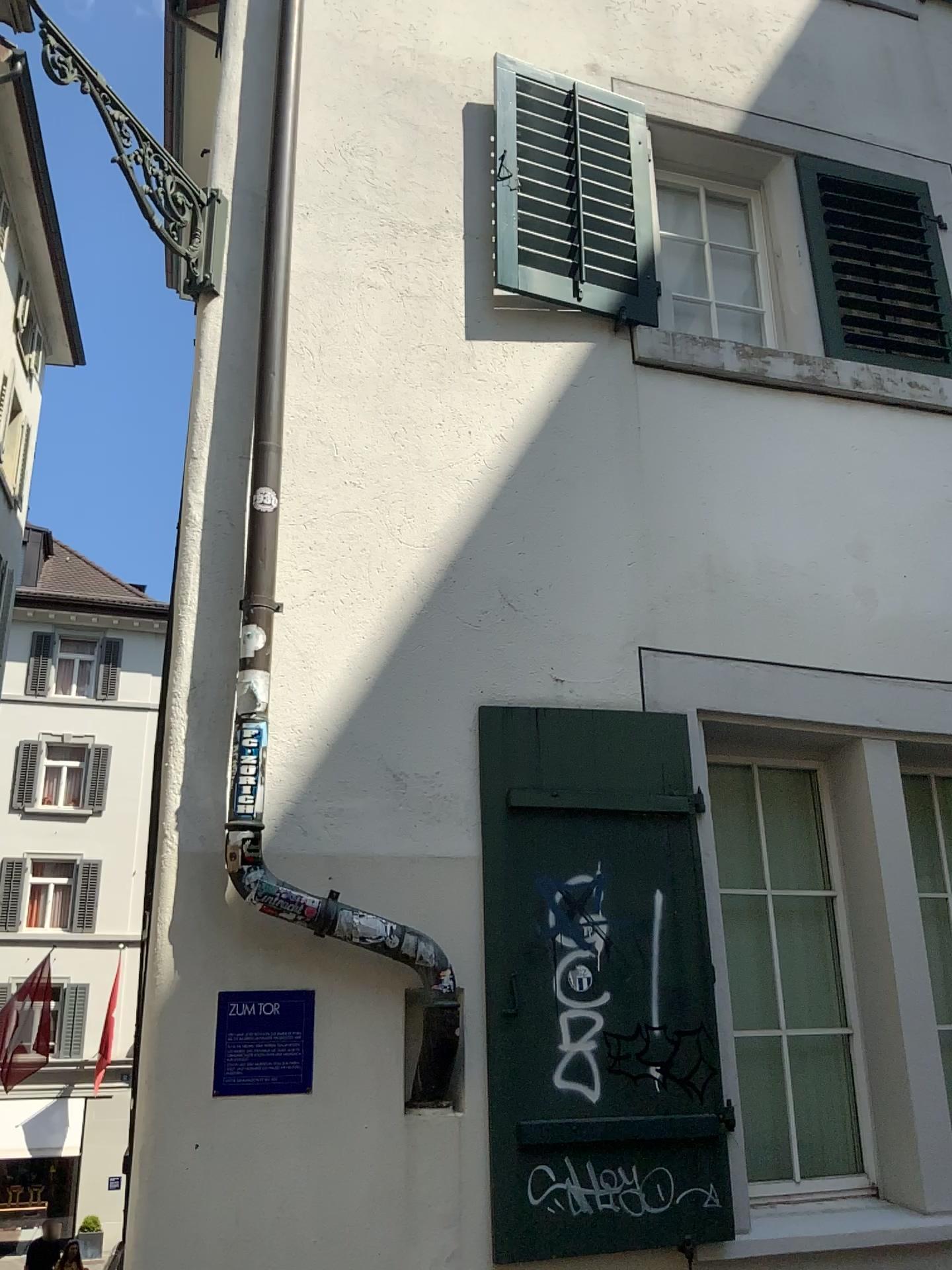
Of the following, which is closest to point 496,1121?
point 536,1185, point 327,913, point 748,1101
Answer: point 536,1185

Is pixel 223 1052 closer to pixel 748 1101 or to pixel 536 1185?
pixel 536 1185

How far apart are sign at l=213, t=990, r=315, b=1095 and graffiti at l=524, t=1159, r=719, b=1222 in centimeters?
74cm

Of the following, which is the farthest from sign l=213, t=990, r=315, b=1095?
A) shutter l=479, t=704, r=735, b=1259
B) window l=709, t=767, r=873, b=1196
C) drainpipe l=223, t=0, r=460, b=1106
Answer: window l=709, t=767, r=873, b=1196

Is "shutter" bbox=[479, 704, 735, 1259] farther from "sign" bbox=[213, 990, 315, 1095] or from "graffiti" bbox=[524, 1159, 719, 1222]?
"sign" bbox=[213, 990, 315, 1095]

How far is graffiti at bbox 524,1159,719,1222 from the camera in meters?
3.1

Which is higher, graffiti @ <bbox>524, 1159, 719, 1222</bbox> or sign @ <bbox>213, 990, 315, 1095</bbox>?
sign @ <bbox>213, 990, 315, 1095</bbox>

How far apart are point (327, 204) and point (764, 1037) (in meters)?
3.59

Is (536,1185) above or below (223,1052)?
below

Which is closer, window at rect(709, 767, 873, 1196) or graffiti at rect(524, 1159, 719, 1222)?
graffiti at rect(524, 1159, 719, 1222)
